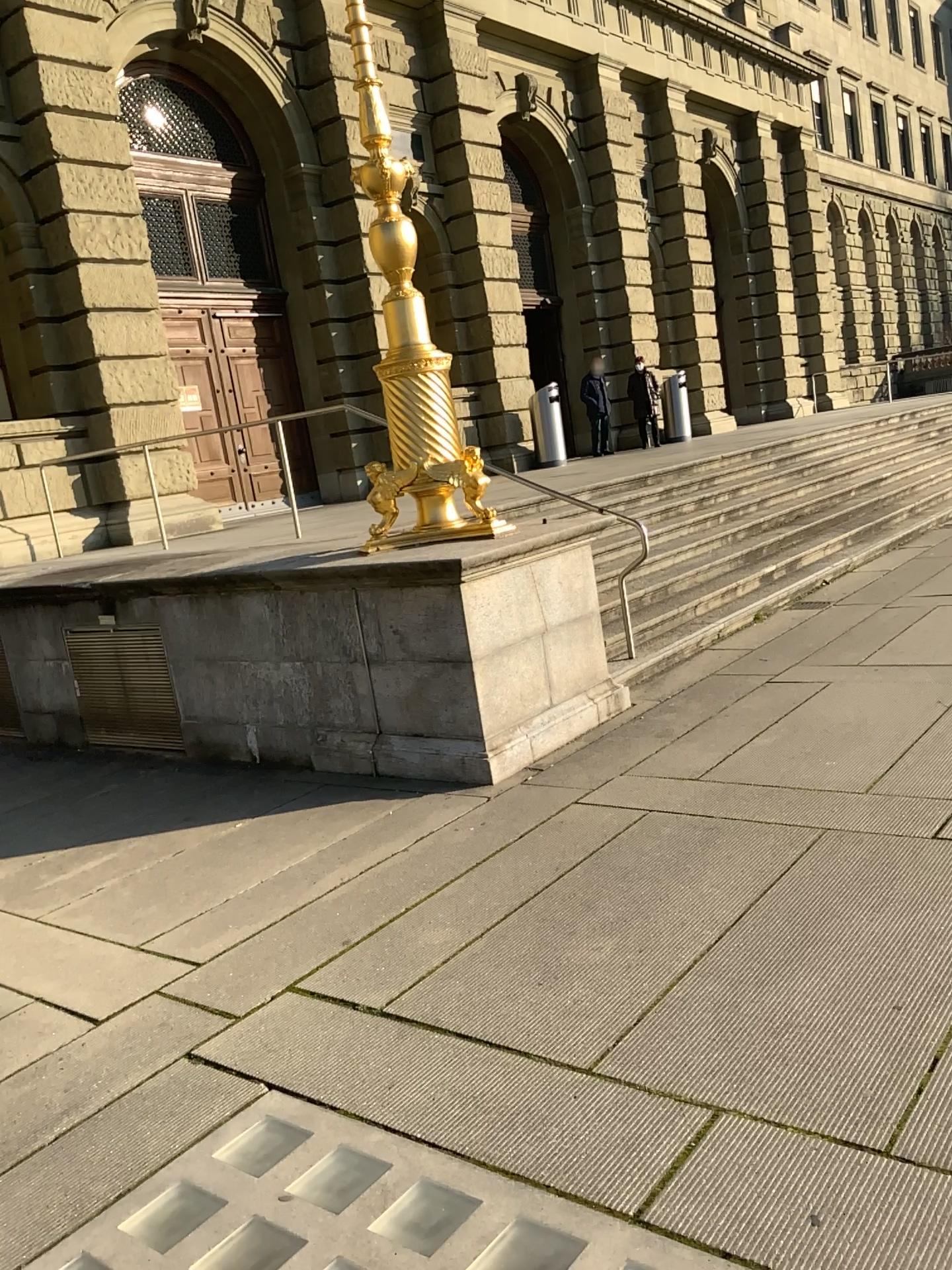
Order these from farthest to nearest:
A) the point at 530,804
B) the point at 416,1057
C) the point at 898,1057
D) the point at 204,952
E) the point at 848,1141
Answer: the point at 530,804 → the point at 204,952 → the point at 416,1057 → the point at 898,1057 → the point at 848,1141
